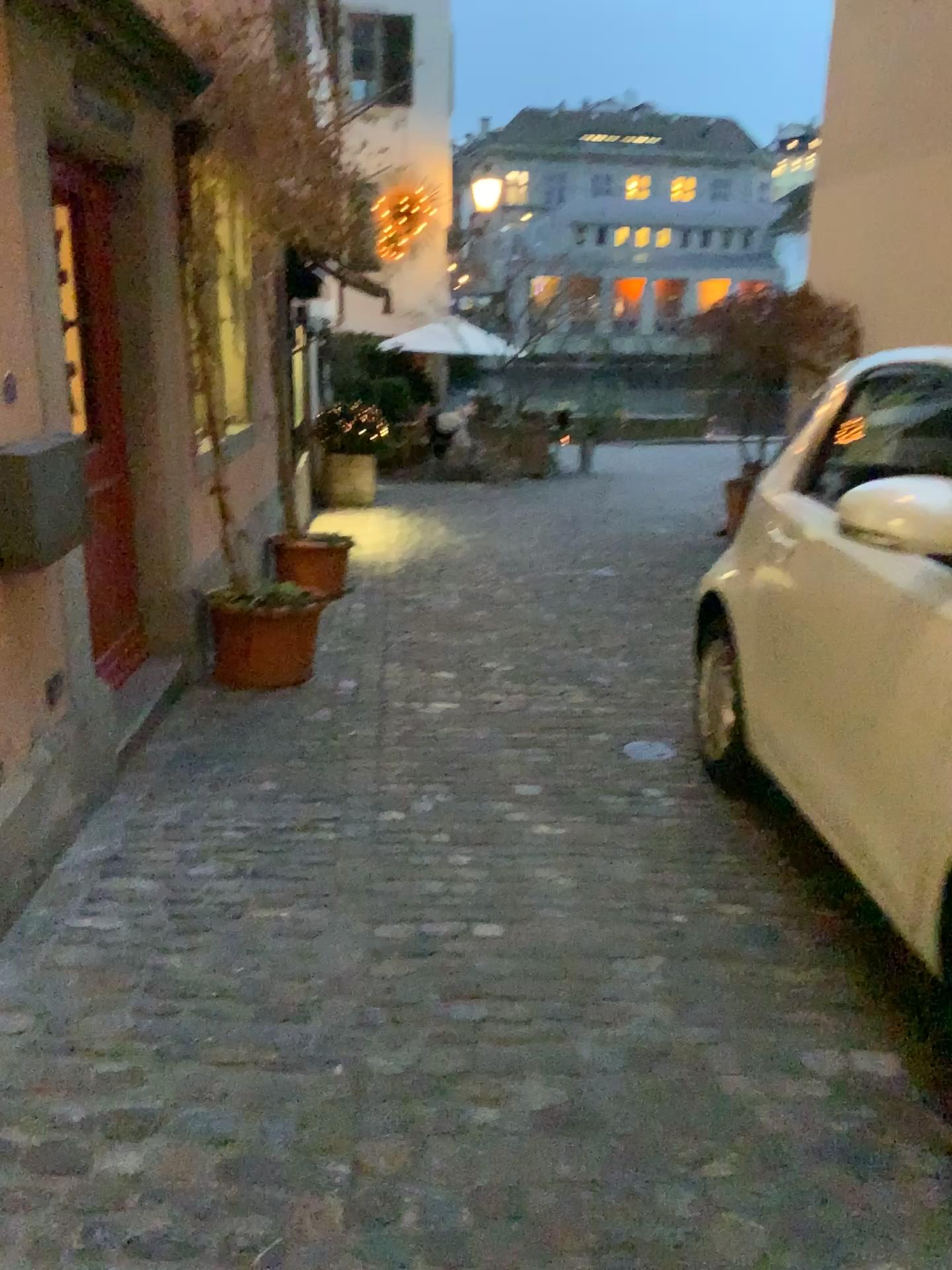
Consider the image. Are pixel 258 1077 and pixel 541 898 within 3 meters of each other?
yes

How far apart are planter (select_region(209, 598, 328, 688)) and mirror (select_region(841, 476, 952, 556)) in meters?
2.7

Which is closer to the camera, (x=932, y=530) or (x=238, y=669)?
(x=932, y=530)

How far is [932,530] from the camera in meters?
2.0

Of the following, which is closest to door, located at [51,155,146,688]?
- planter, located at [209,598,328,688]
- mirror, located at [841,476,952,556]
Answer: planter, located at [209,598,328,688]

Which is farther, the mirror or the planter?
the planter

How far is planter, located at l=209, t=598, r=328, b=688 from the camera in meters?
4.4 m

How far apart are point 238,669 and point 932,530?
3.08m

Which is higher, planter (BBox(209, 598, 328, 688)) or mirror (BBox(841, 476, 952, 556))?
mirror (BBox(841, 476, 952, 556))

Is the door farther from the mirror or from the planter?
the mirror
